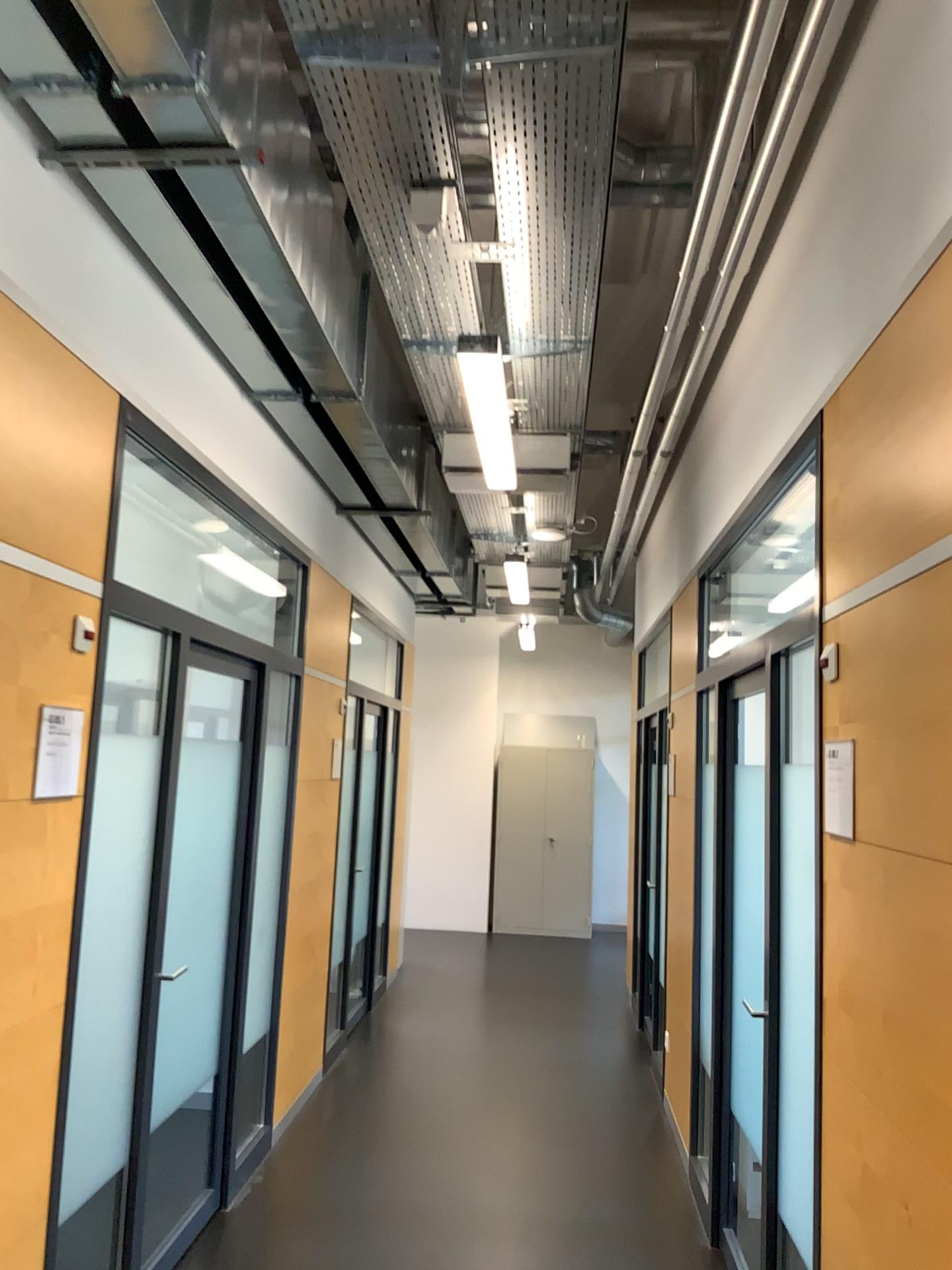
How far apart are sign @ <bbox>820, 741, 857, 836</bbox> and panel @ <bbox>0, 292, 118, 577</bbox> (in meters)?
1.73

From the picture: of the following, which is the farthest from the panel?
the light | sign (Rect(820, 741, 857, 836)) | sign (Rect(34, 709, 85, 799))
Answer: sign (Rect(820, 741, 857, 836))

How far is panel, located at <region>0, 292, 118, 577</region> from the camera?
2.26m

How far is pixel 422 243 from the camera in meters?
3.0

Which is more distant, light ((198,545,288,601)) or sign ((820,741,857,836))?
light ((198,545,288,601))

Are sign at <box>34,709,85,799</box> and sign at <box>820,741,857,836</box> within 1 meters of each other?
no

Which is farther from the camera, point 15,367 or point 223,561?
point 223,561

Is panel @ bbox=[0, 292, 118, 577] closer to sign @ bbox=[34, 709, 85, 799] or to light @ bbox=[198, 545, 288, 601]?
sign @ bbox=[34, 709, 85, 799]

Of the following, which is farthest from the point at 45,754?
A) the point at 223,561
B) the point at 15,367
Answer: the point at 223,561

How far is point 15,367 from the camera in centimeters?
226cm
